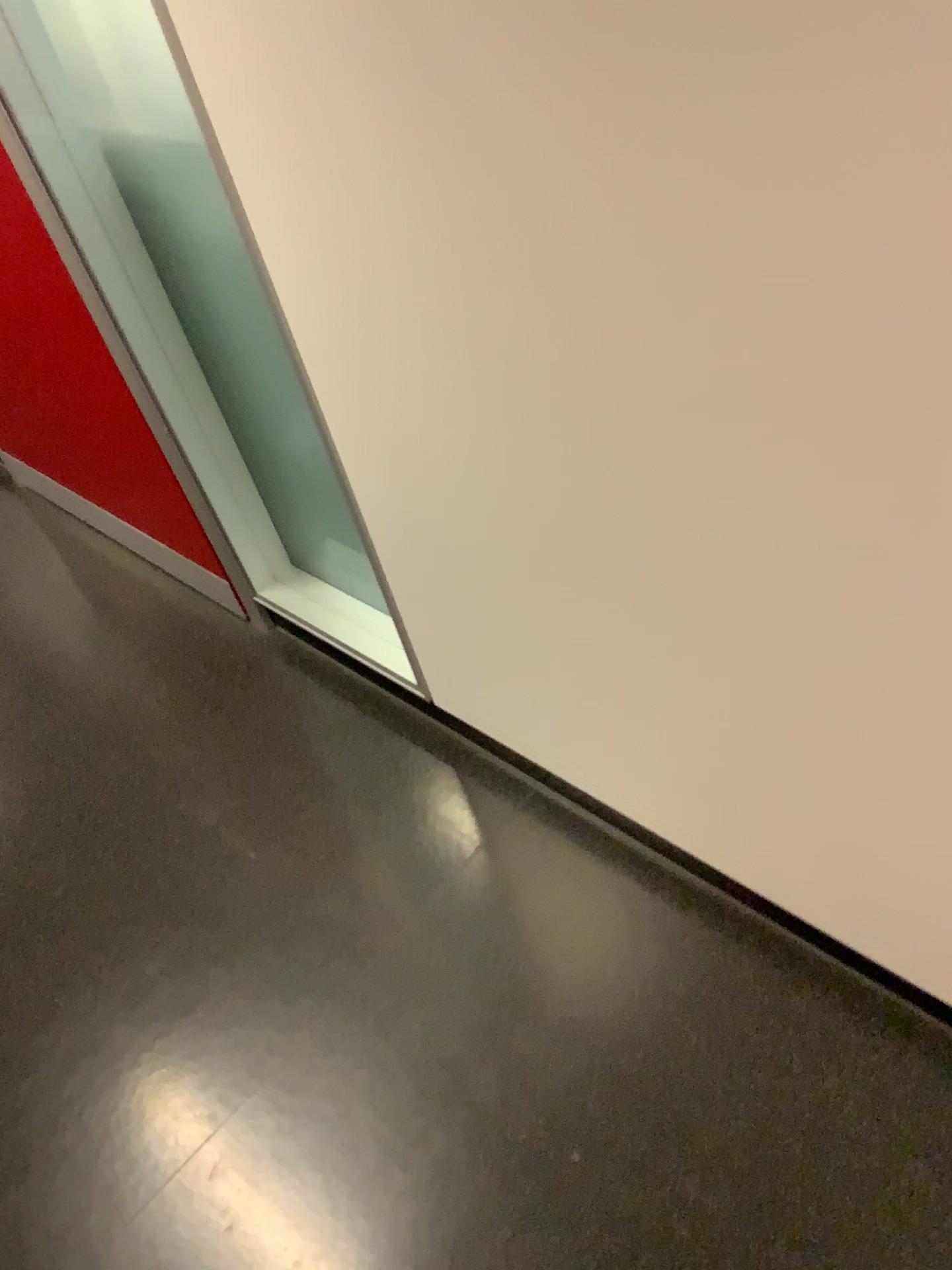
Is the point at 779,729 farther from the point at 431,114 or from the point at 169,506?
the point at 169,506
